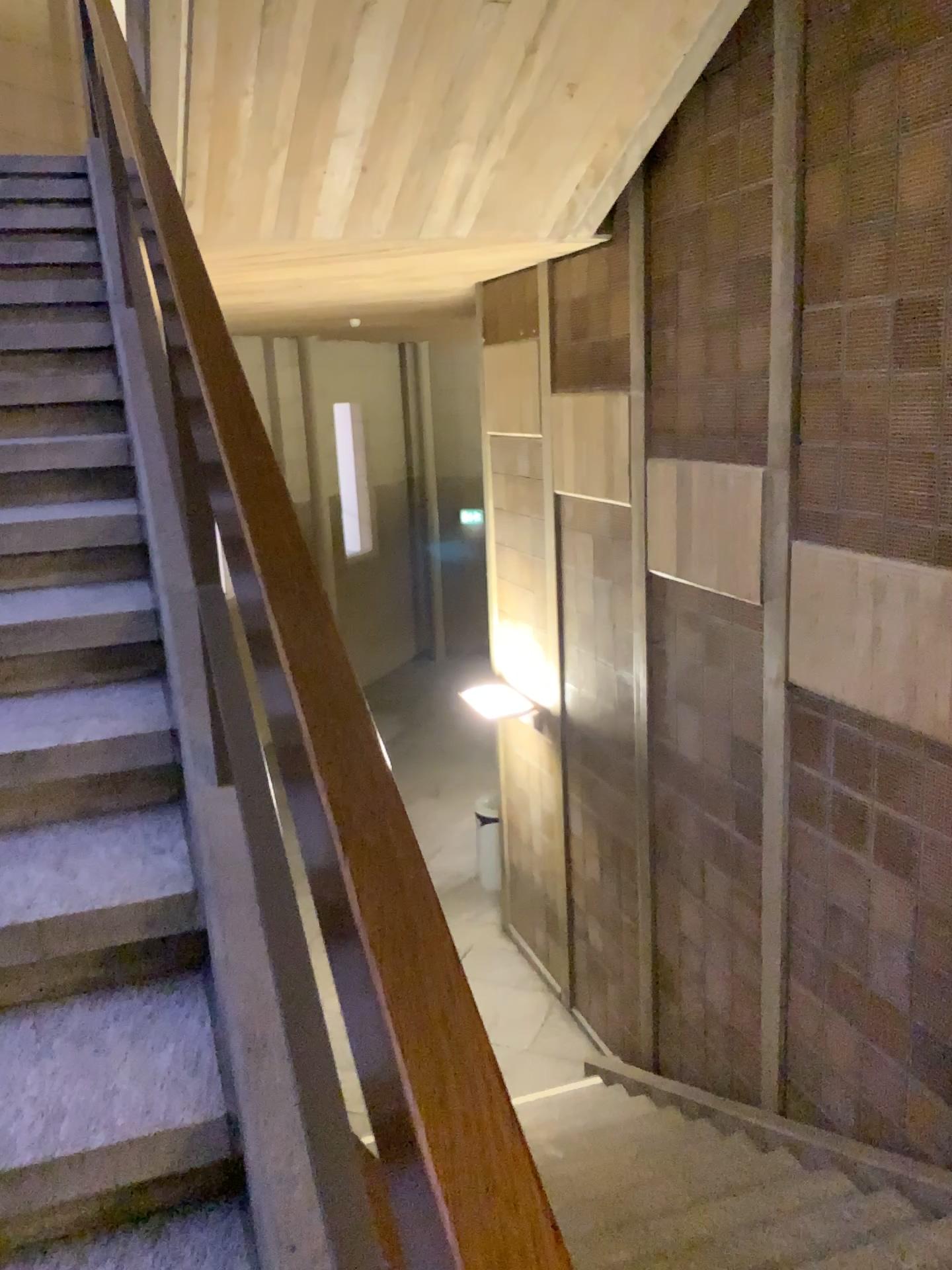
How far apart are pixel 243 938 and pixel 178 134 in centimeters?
371cm

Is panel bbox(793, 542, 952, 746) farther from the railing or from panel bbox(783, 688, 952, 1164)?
the railing

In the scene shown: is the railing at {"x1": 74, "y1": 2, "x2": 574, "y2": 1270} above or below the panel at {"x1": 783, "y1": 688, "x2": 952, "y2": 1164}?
above

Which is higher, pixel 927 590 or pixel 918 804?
pixel 927 590

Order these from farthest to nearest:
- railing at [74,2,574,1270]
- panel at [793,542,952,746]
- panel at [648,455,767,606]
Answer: panel at [648,455,767,606], panel at [793,542,952,746], railing at [74,2,574,1270]

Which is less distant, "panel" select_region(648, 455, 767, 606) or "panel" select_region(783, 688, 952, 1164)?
"panel" select_region(783, 688, 952, 1164)

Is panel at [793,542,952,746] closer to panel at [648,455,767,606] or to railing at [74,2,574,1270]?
panel at [648,455,767,606]

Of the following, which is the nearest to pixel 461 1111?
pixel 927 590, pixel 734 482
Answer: pixel 927 590

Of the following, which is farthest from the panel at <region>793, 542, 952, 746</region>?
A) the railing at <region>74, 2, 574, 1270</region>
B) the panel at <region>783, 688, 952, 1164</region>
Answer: the railing at <region>74, 2, 574, 1270</region>

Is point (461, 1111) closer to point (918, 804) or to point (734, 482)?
point (918, 804)
